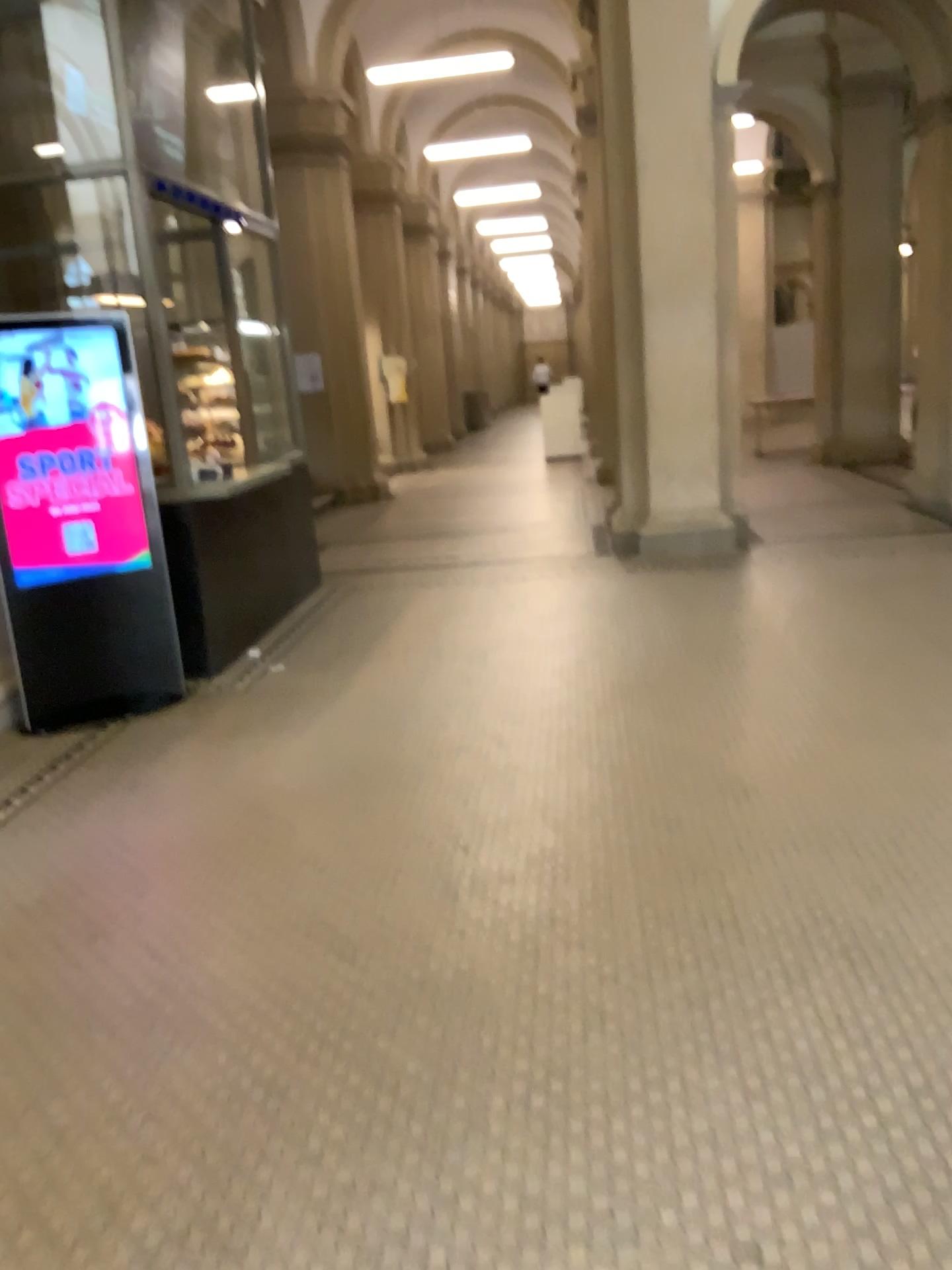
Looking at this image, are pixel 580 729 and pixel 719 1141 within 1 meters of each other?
no
